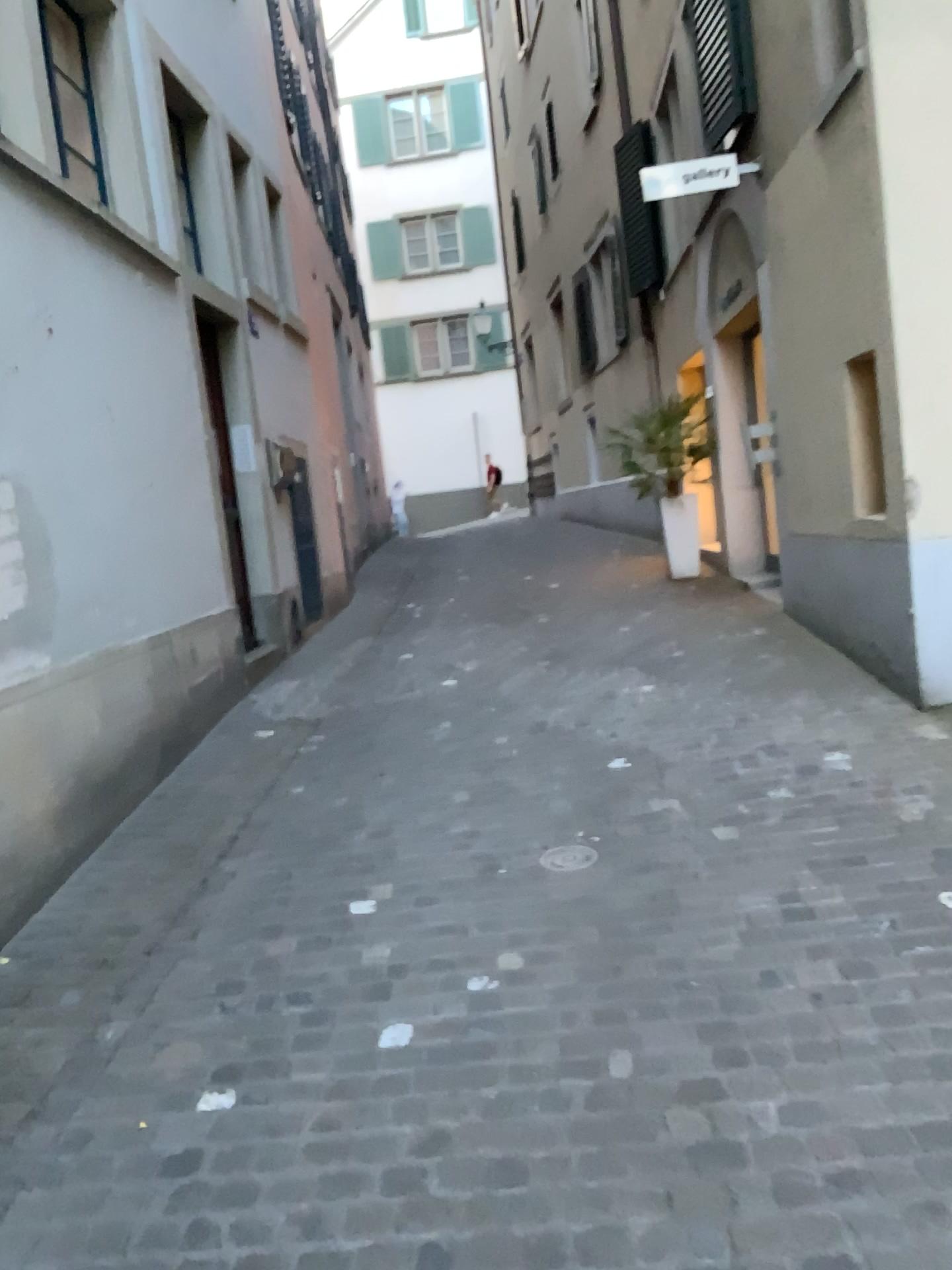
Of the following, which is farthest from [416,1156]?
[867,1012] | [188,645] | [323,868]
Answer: [188,645]
